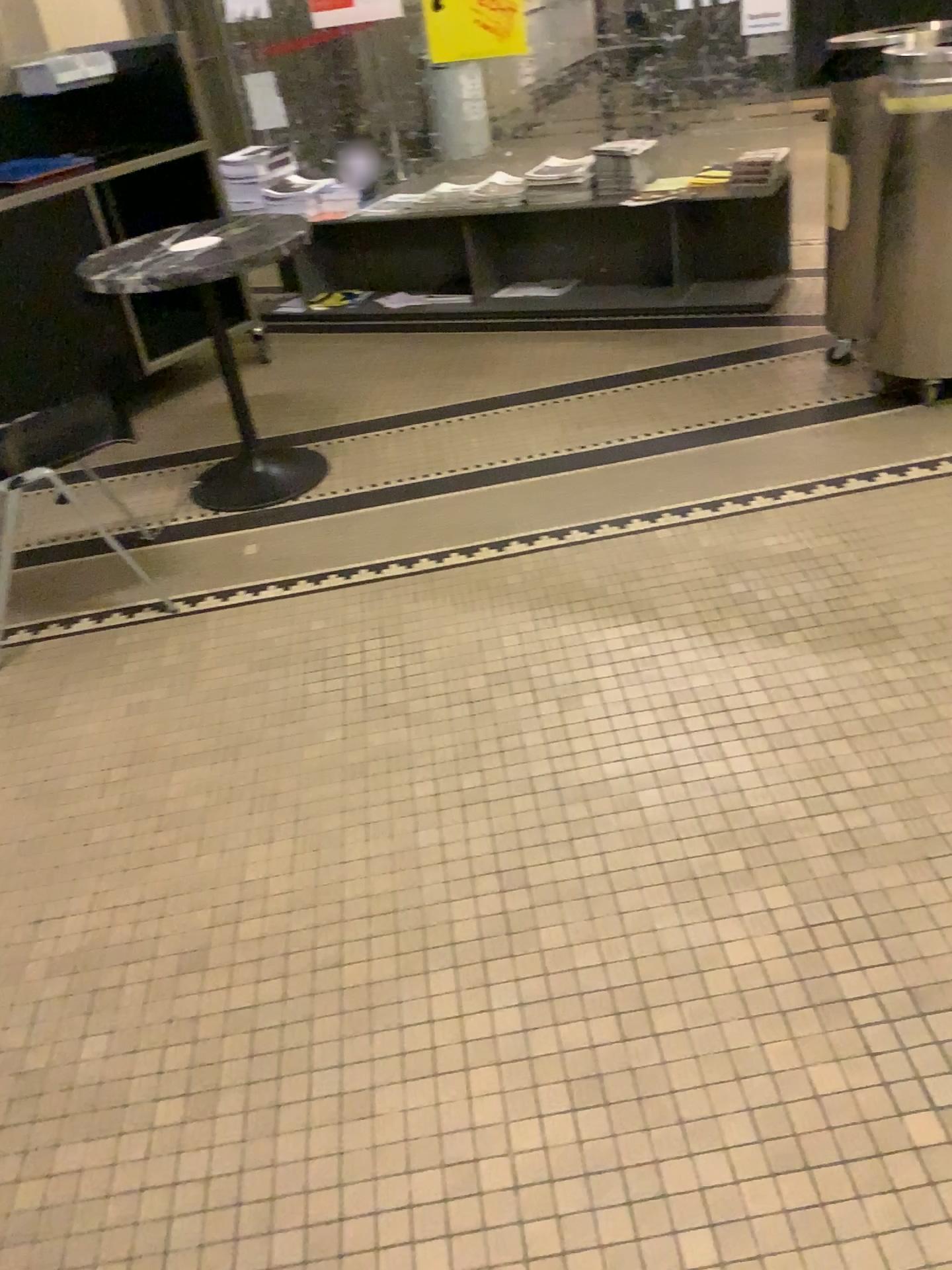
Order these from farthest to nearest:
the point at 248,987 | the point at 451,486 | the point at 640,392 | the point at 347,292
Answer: the point at 347,292 → the point at 640,392 → the point at 451,486 → the point at 248,987

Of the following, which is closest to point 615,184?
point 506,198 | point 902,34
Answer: point 506,198

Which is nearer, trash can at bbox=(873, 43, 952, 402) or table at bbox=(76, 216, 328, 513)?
trash can at bbox=(873, 43, 952, 402)

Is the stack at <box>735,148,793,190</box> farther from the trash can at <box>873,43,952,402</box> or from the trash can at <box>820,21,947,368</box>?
the trash can at <box>873,43,952,402</box>

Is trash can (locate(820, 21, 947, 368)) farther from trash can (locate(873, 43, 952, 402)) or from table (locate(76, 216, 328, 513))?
table (locate(76, 216, 328, 513))

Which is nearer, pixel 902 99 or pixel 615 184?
pixel 902 99

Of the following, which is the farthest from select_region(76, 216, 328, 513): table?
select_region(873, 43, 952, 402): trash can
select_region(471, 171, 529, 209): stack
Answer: select_region(873, 43, 952, 402): trash can

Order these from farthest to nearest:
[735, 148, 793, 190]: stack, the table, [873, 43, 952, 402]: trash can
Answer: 1. [735, 148, 793, 190]: stack
2. the table
3. [873, 43, 952, 402]: trash can

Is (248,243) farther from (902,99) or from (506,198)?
(902,99)

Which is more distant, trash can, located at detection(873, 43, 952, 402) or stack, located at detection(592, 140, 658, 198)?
stack, located at detection(592, 140, 658, 198)
